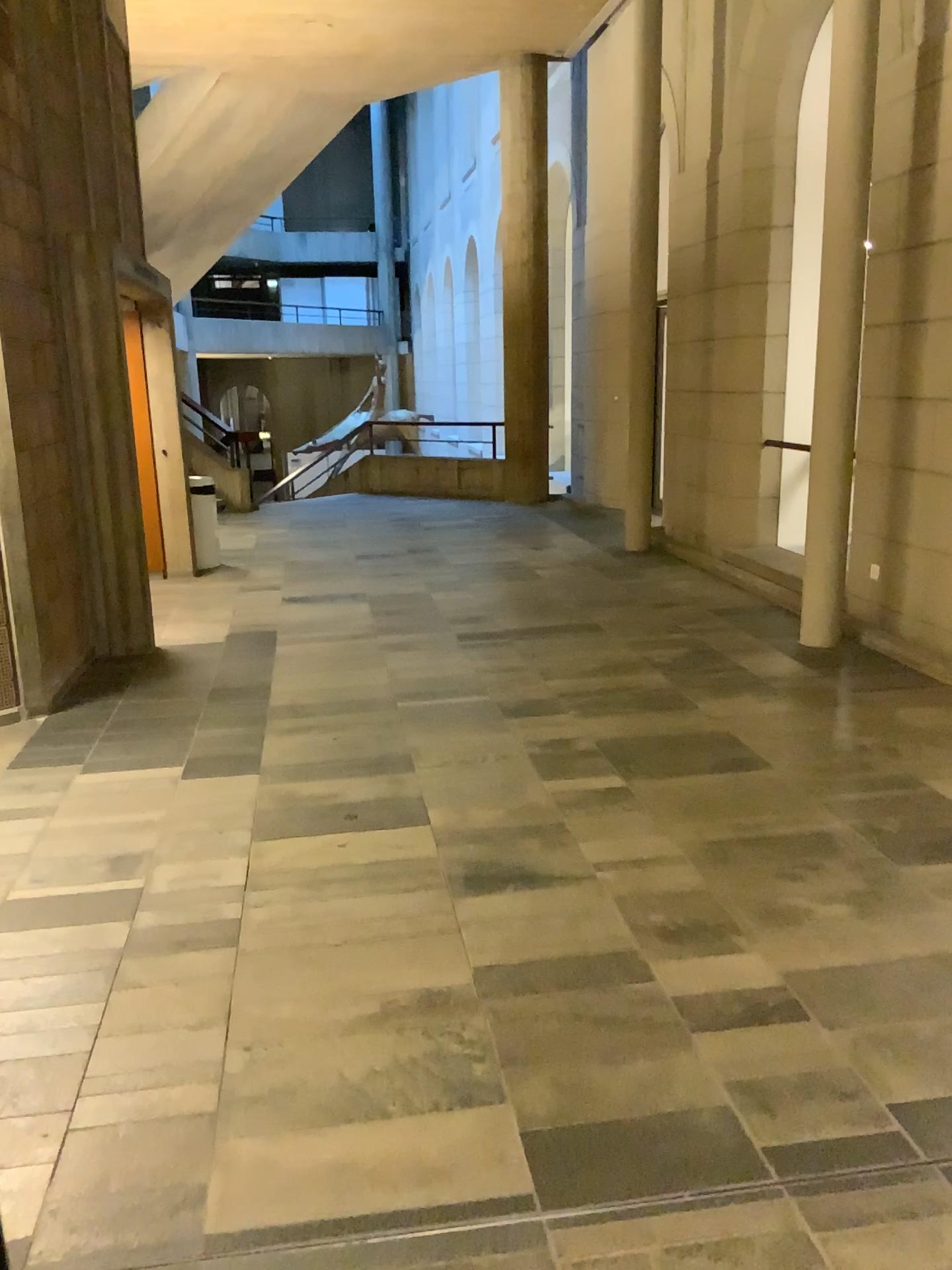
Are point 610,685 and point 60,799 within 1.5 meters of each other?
no
